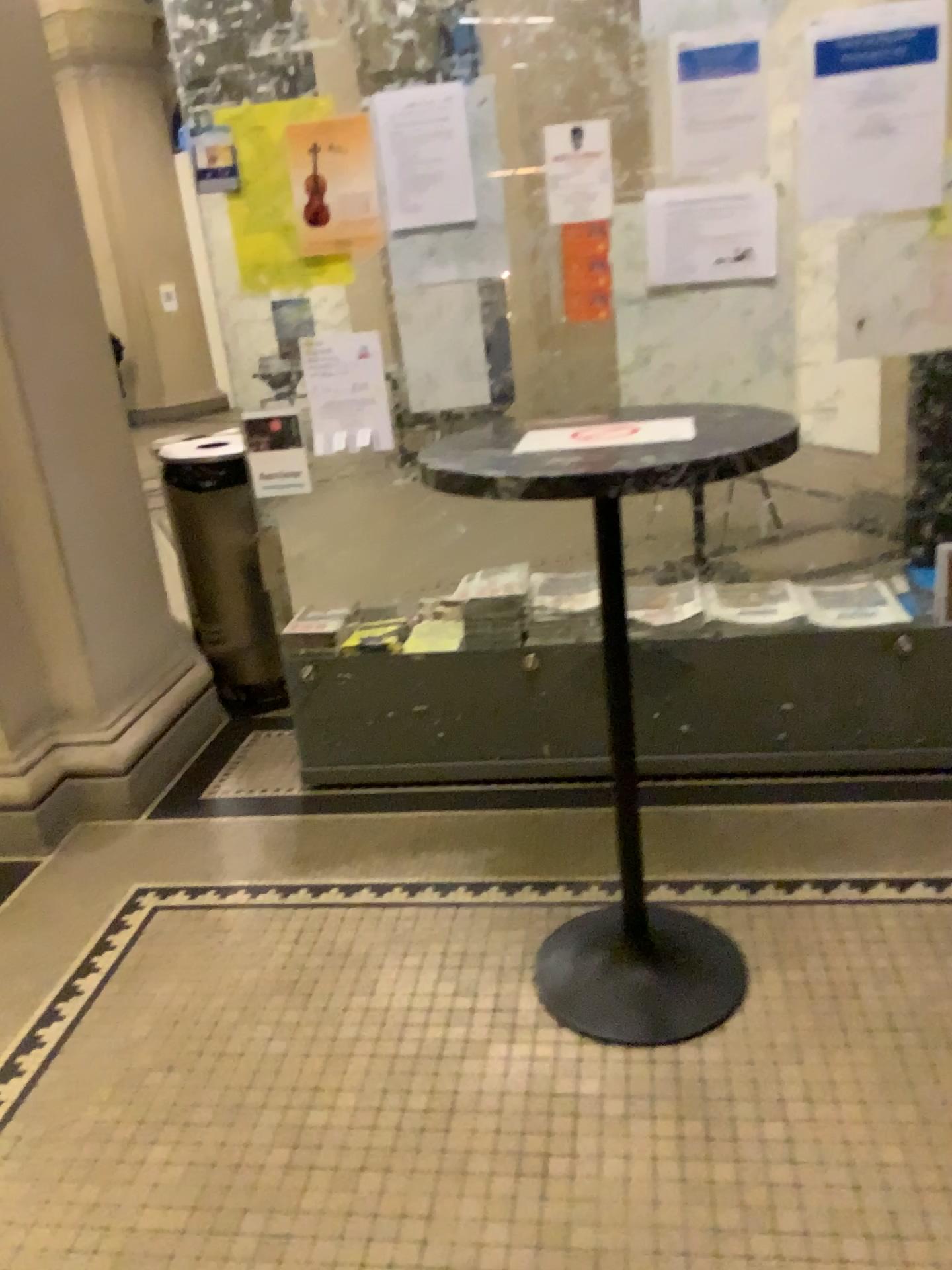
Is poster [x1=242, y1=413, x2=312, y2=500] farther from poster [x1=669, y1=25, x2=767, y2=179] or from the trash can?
poster [x1=669, y1=25, x2=767, y2=179]

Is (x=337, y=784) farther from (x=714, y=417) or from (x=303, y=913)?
(x=714, y=417)

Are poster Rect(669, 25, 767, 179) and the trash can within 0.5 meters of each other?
no

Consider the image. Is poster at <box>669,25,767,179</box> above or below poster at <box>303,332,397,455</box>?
above

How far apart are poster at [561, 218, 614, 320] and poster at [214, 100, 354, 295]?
0.6m

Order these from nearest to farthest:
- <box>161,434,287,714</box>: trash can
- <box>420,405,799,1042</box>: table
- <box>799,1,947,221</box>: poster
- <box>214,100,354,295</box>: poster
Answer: <box>420,405,799,1042</box>: table, <box>799,1,947,221</box>: poster, <box>214,100,354,295</box>: poster, <box>161,434,287,714</box>: trash can

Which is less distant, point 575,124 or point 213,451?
point 575,124

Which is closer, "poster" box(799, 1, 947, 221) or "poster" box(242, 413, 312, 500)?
"poster" box(799, 1, 947, 221)

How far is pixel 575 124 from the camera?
2.4m

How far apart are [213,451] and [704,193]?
1.8m
